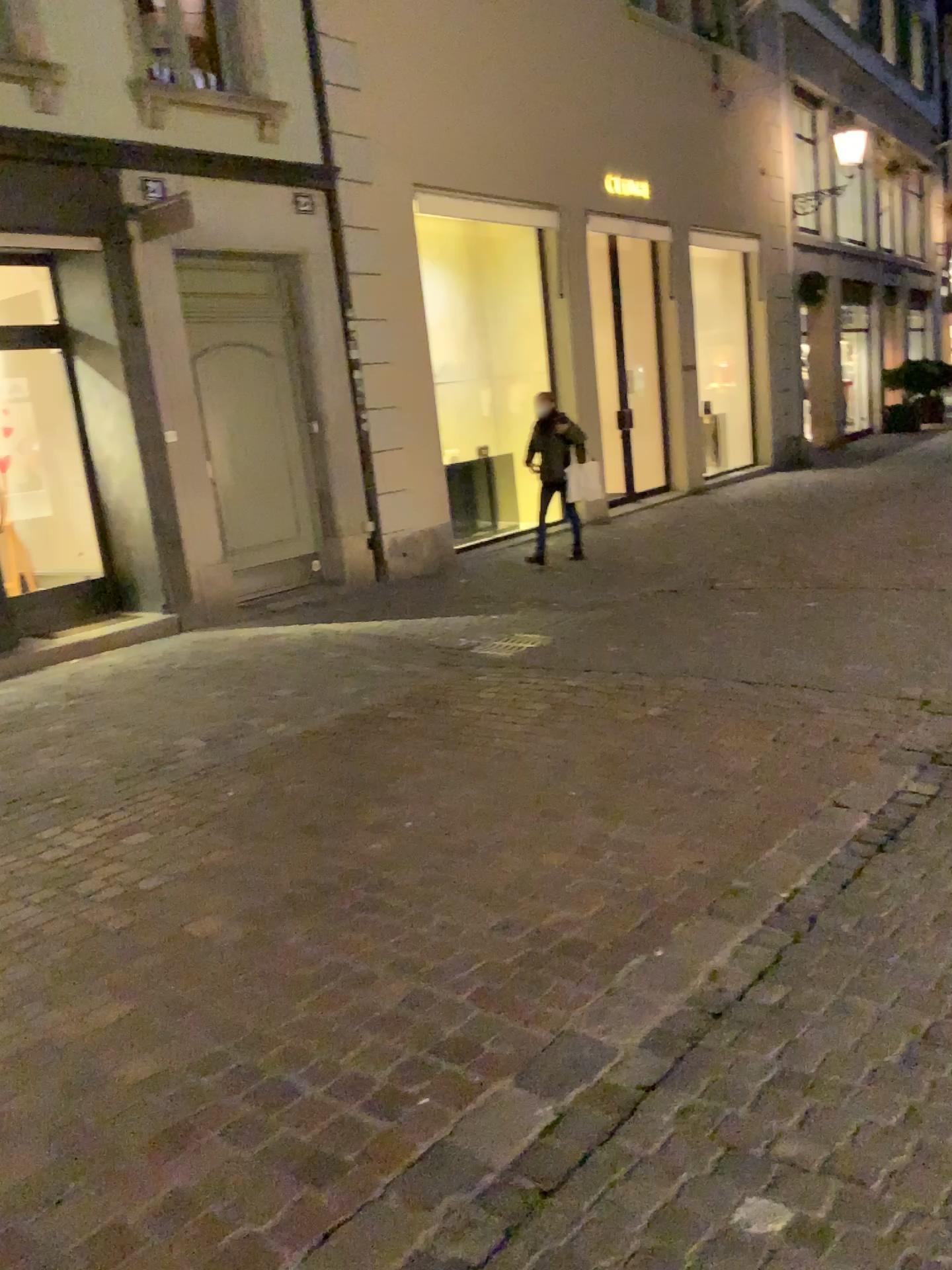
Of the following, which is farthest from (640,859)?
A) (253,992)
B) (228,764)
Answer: (228,764)
